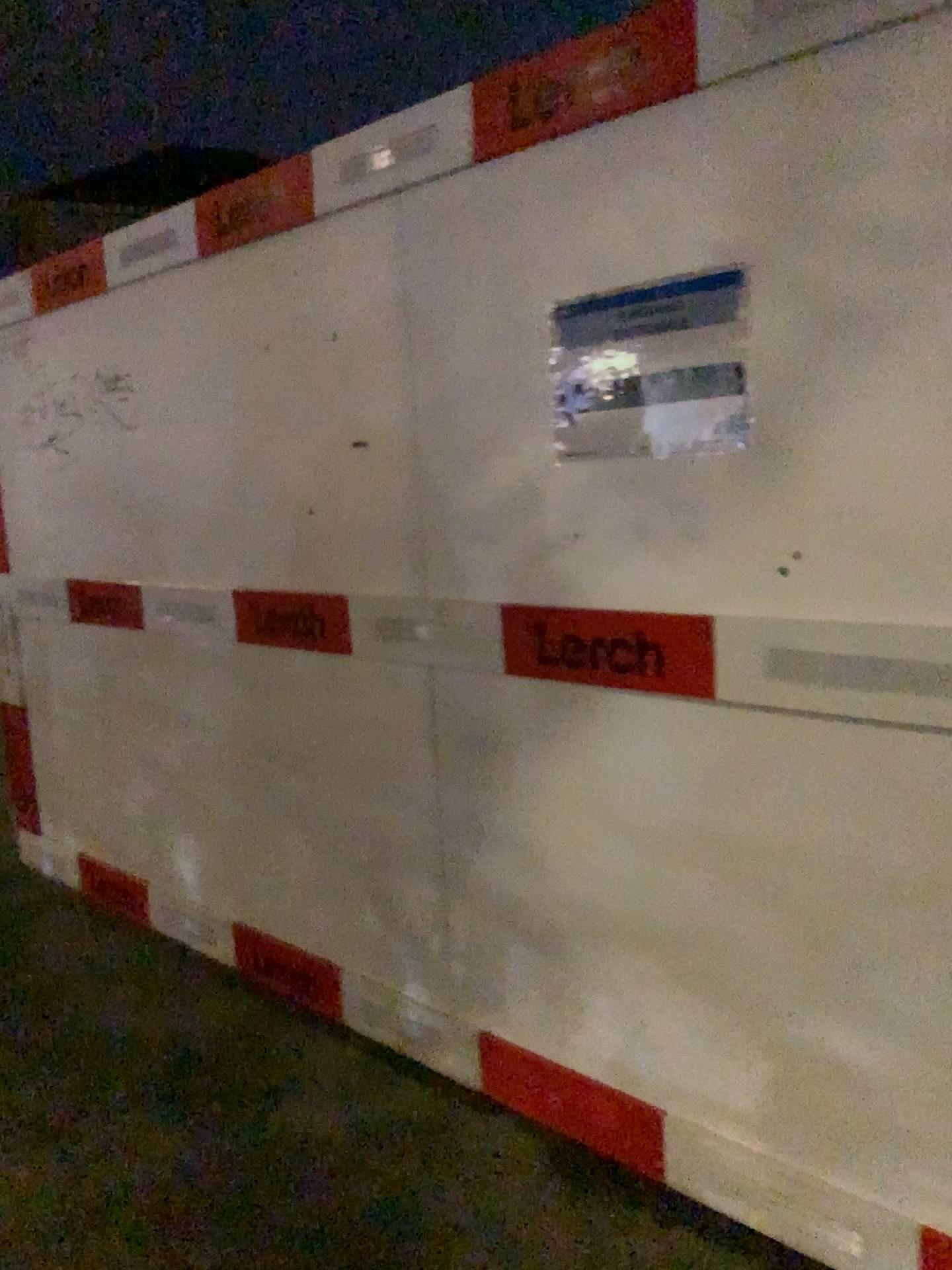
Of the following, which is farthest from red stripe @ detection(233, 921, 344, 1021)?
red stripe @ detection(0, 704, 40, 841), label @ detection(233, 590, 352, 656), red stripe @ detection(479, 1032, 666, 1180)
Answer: red stripe @ detection(0, 704, 40, 841)

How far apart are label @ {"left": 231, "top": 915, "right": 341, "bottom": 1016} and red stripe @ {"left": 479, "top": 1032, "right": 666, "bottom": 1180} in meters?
0.6

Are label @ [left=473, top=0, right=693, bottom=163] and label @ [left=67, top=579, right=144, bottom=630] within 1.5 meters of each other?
no

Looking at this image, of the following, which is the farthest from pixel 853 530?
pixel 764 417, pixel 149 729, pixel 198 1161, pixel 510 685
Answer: pixel 149 729

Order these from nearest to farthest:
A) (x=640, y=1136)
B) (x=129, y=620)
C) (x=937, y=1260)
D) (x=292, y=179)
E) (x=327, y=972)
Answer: (x=937, y=1260)
(x=640, y=1136)
(x=292, y=179)
(x=327, y=972)
(x=129, y=620)

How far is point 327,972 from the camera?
2.8m

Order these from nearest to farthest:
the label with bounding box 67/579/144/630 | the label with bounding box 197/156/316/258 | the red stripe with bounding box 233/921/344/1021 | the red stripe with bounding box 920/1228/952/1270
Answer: the red stripe with bounding box 920/1228/952/1270
the label with bounding box 197/156/316/258
the red stripe with bounding box 233/921/344/1021
the label with bounding box 67/579/144/630

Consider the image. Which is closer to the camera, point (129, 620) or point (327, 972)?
point (327, 972)

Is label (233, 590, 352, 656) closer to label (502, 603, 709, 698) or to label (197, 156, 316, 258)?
label (502, 603, 709, 698)

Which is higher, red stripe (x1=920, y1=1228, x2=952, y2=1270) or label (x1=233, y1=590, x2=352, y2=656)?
label (x1=233, y1=590, x2=352, y2=656)
